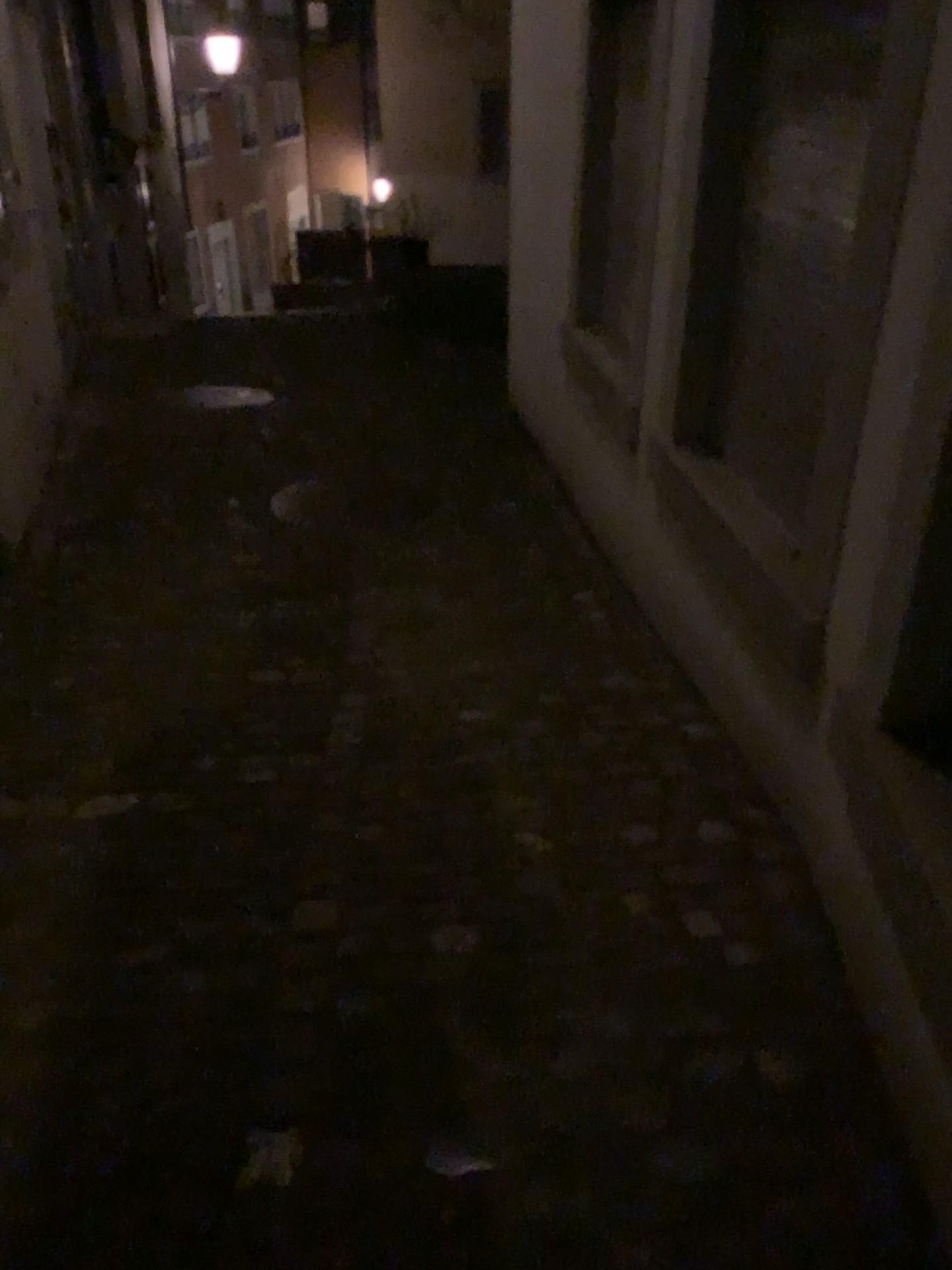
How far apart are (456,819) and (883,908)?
0.9m
